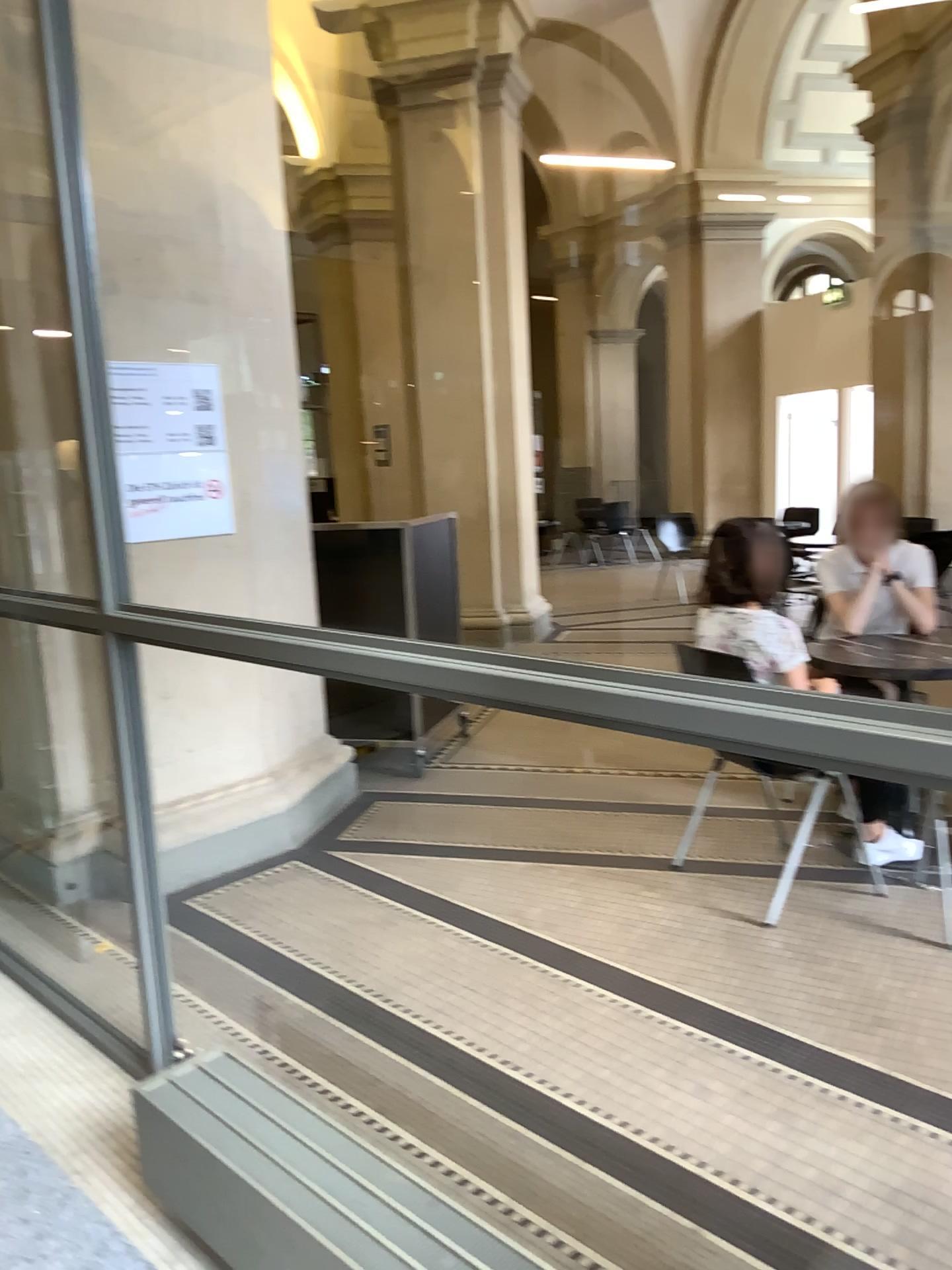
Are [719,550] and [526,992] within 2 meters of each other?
yes

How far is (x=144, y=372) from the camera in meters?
3.6 m

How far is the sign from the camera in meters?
3.6 m
